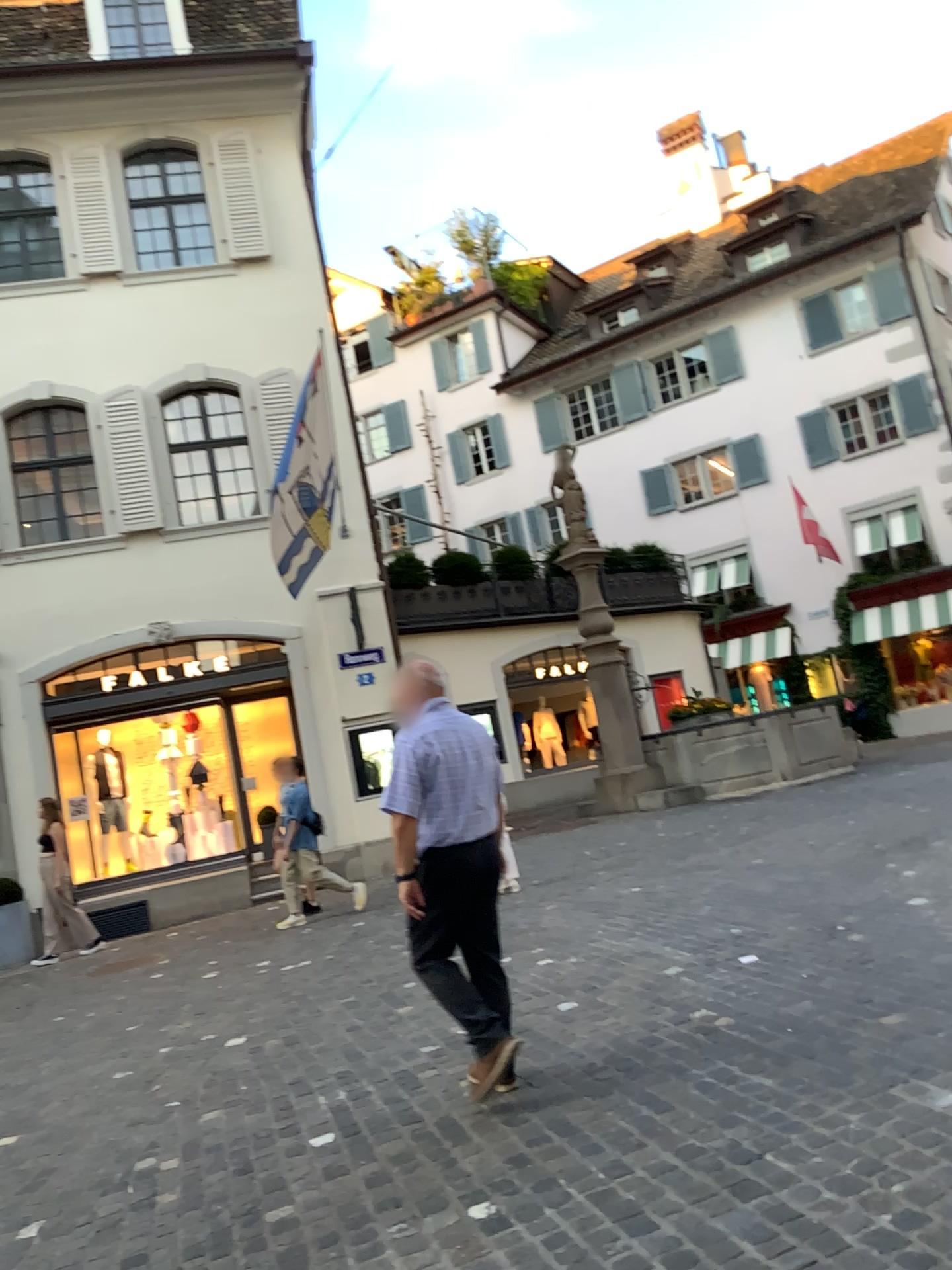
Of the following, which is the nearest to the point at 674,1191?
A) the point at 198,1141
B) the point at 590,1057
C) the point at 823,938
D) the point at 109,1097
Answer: the point at 590,1057

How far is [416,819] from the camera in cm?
400

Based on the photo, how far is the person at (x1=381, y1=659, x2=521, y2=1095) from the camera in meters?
4.0 m
